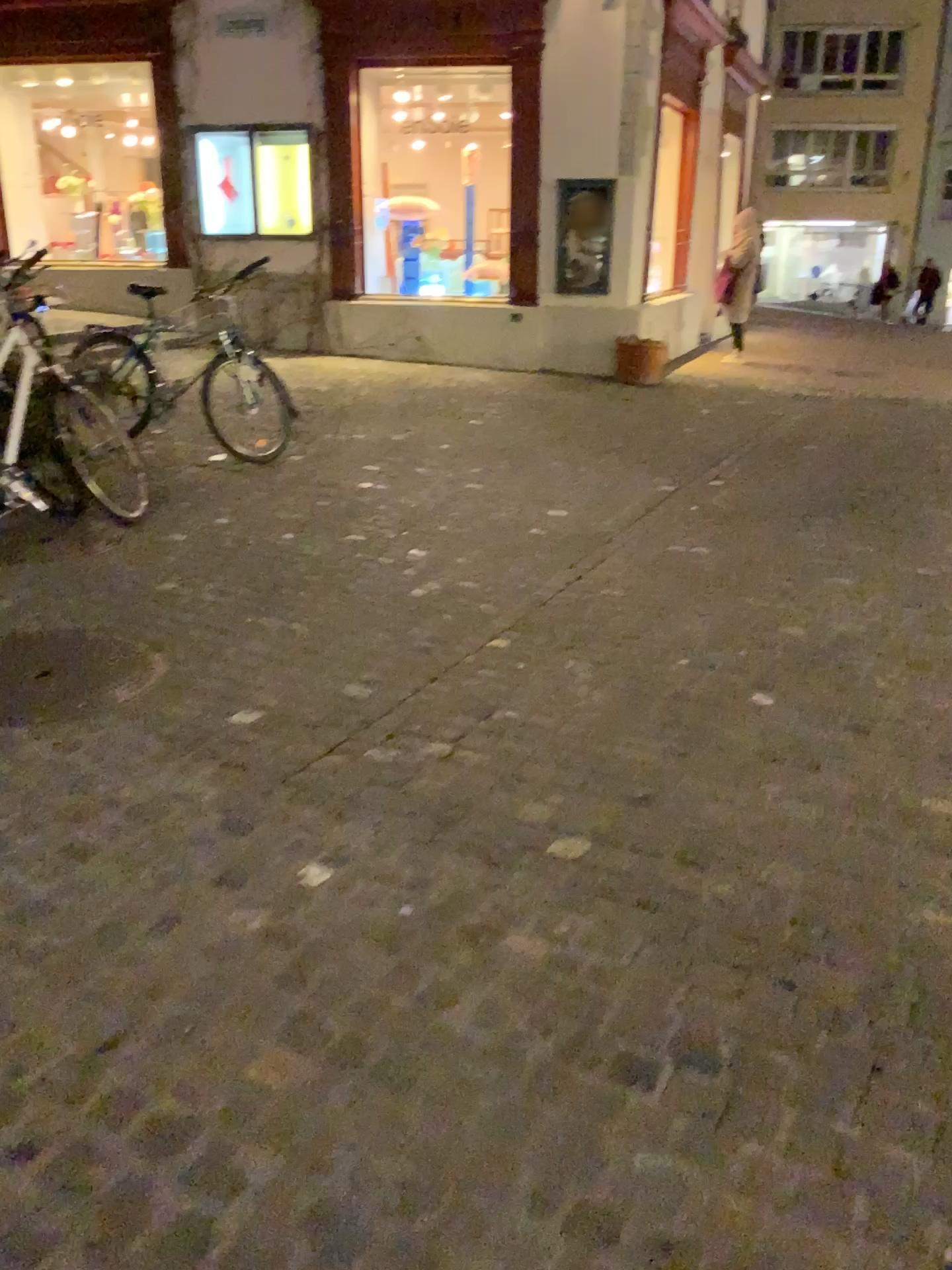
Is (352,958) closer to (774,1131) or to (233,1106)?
(233,1106)
